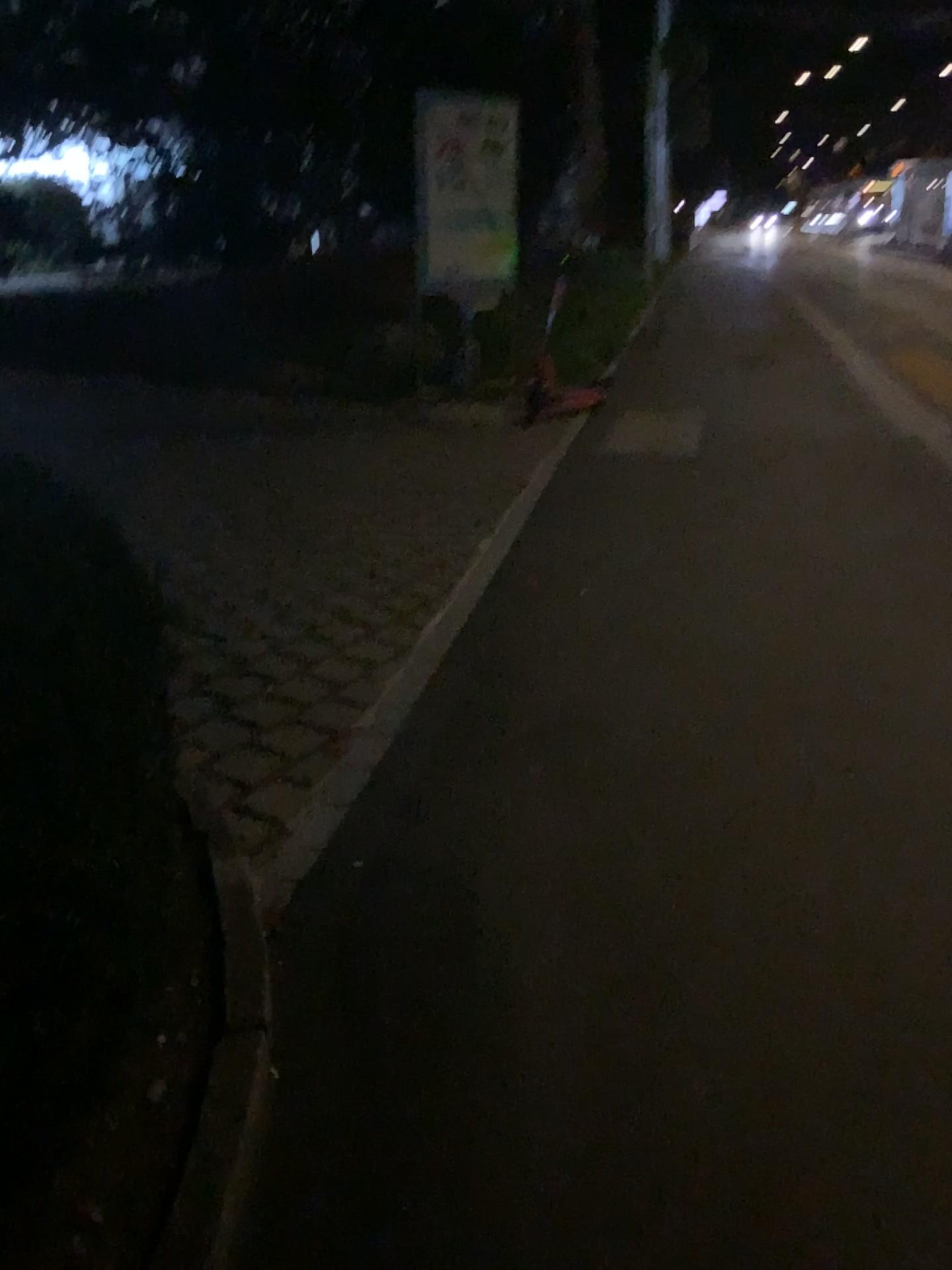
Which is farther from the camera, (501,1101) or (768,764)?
(768,764)
